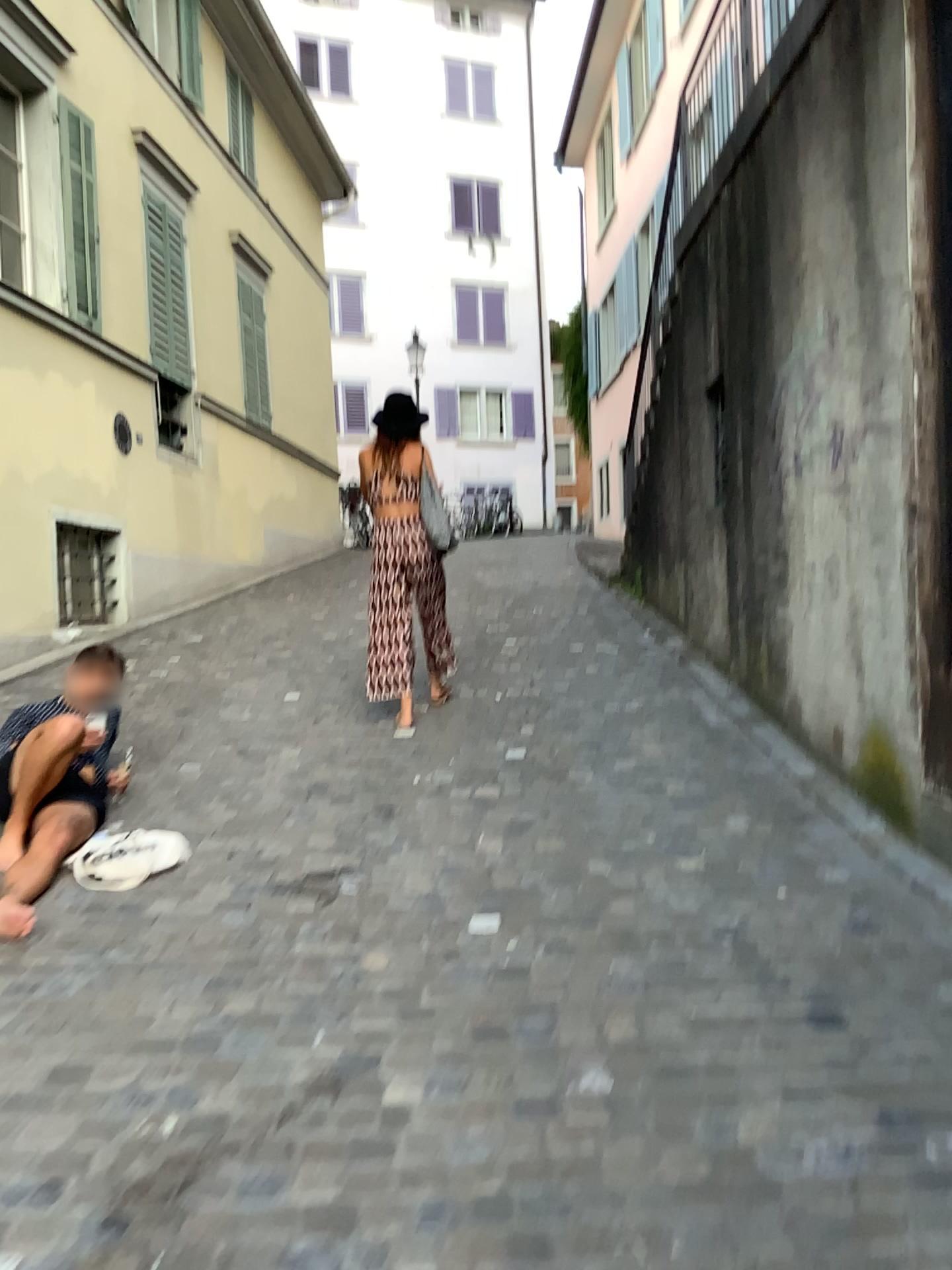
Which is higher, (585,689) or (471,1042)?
(585,689)
